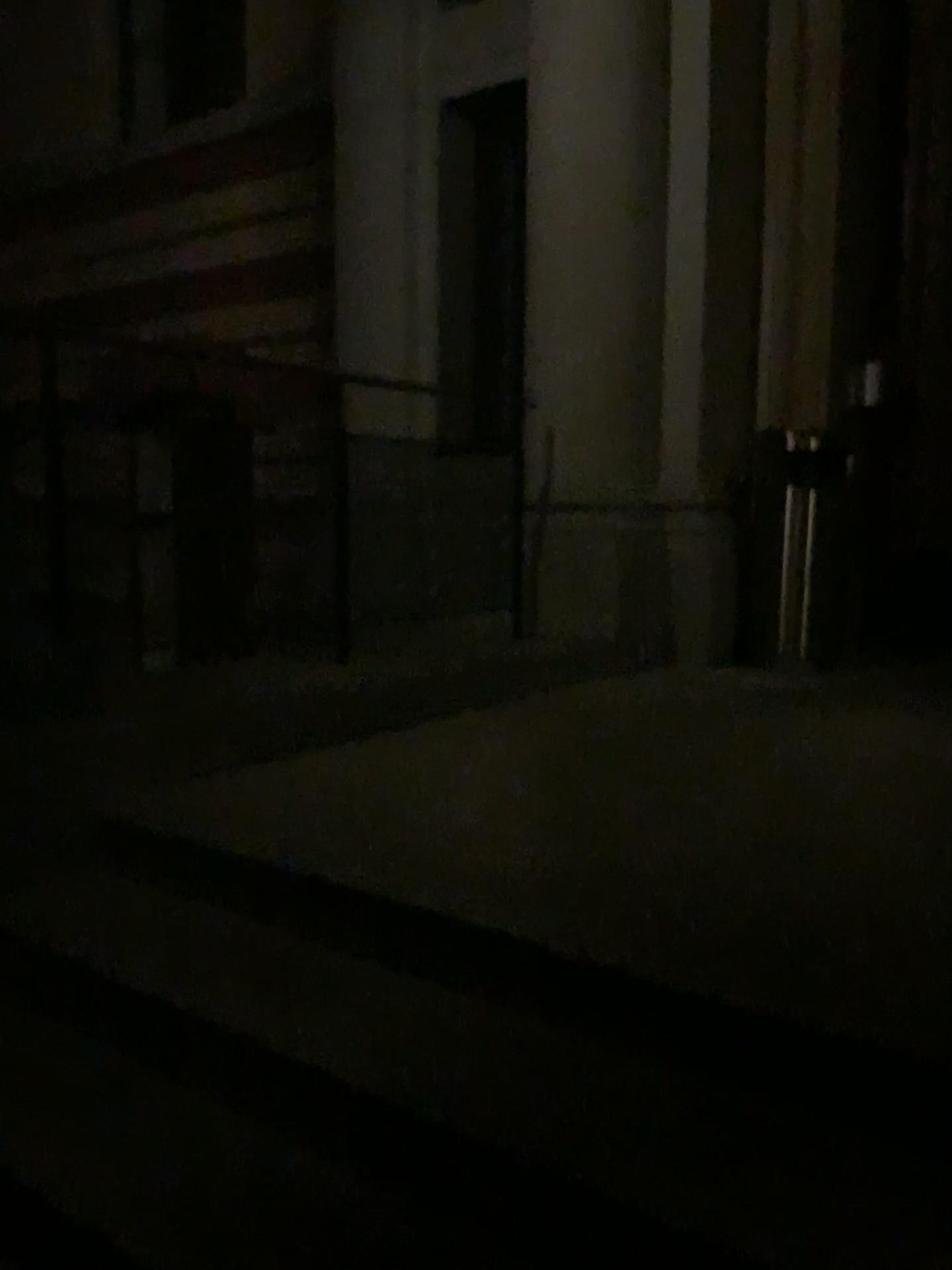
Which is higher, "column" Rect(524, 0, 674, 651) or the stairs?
"column" Rect(524, 0, 674, 651)

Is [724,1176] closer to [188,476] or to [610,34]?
[188,476]

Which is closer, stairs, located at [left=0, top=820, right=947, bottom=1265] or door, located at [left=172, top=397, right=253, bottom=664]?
stairs, located at [left=0, top=820, right=947, bottom=1265]

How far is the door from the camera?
3.24m

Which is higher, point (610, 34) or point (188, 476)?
point (610, 34)

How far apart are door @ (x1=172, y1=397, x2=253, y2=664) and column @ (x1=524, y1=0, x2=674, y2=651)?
1.53m

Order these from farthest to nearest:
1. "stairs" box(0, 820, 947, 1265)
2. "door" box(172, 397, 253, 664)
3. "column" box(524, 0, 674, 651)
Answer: "column" box(524, 0, 674, 651), "door" box(172, 397, 253, 664), "stairs" box(0, 820, 947, 1265)

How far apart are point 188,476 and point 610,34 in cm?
284

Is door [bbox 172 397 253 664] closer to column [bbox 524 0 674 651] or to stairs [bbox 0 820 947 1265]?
stairs [bbox 0 820 947 1265]

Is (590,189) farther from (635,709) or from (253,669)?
(253,669)
